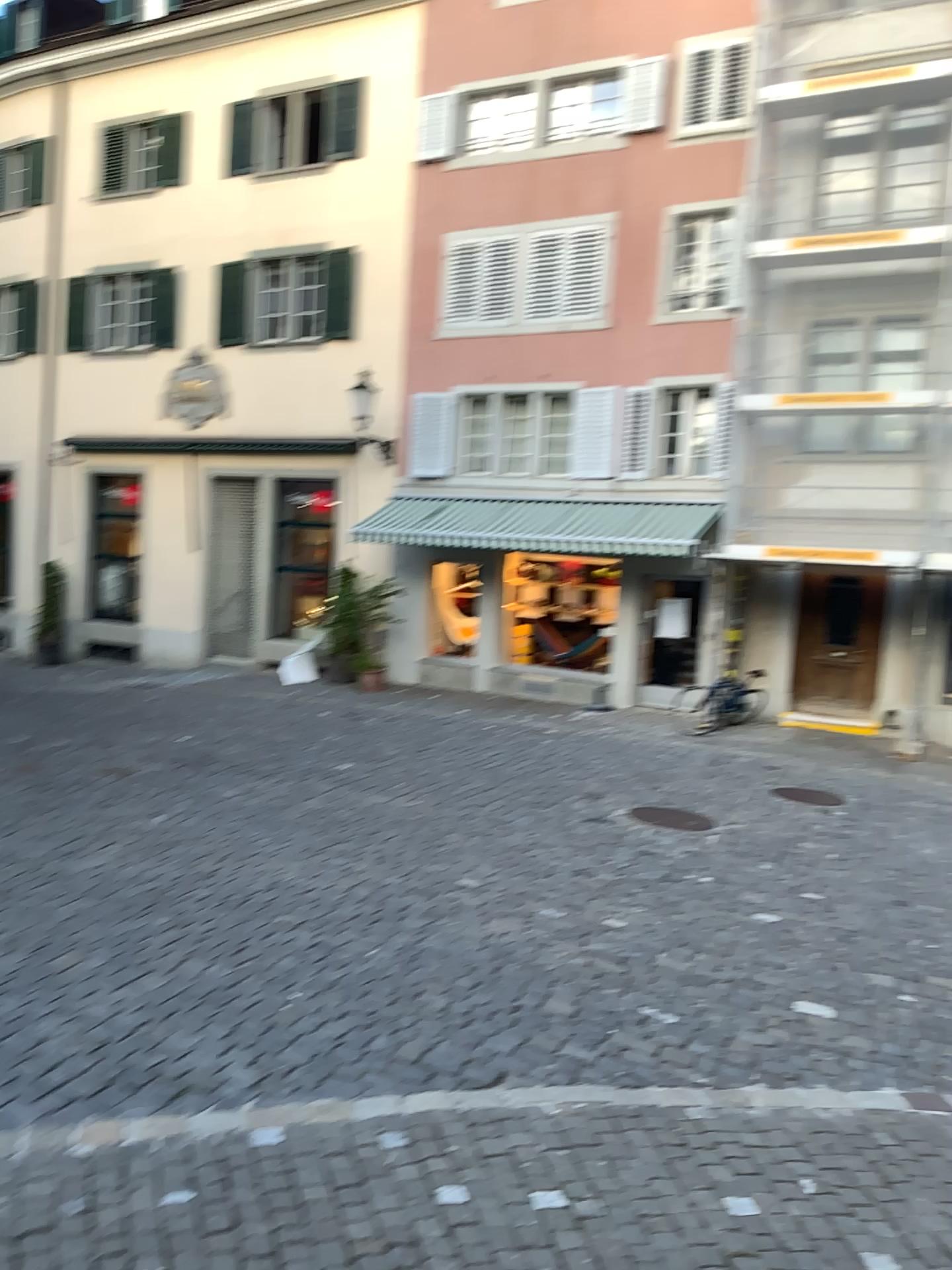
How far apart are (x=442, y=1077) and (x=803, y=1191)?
1.50m
